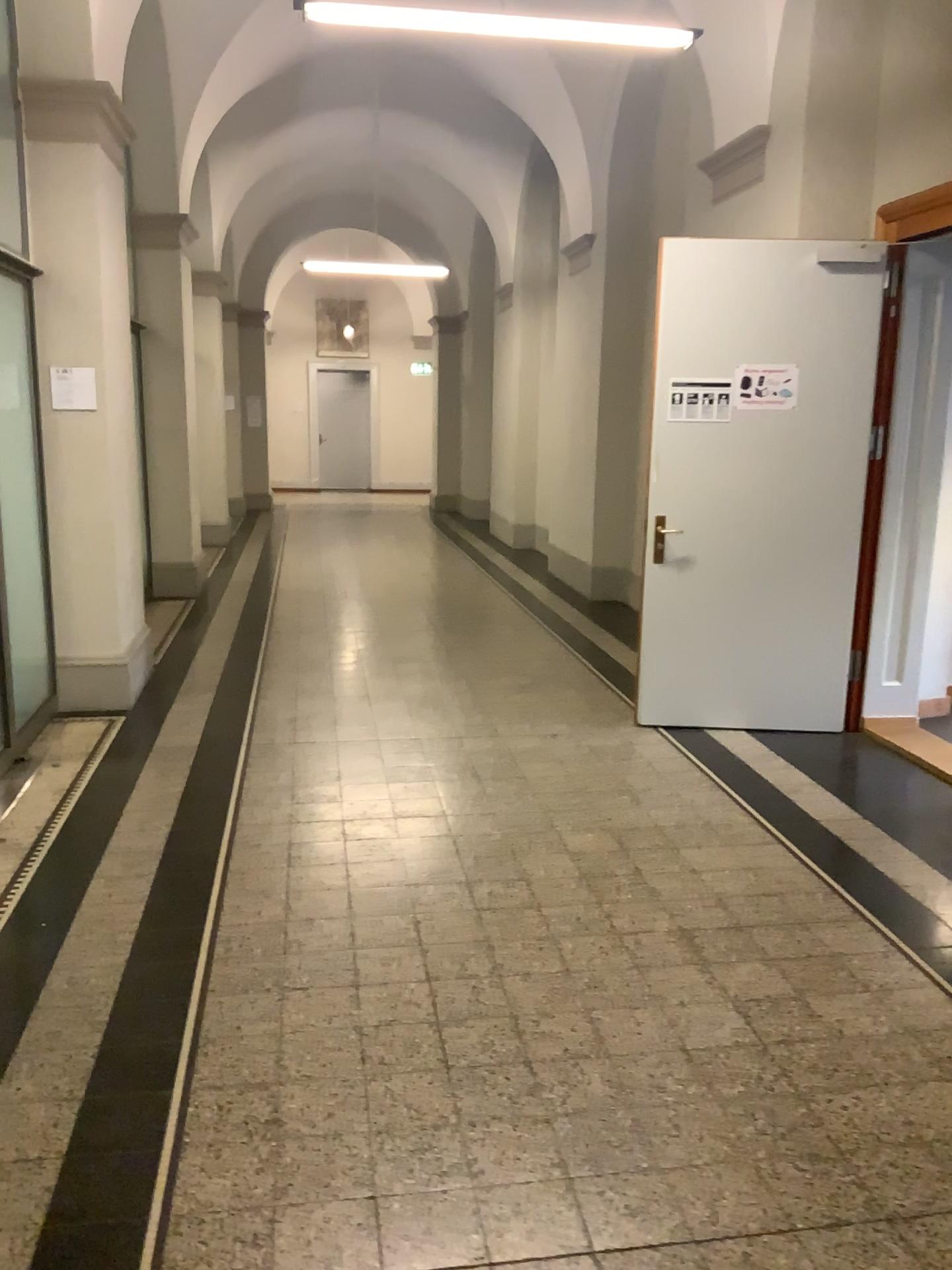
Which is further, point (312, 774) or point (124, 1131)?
point (312, 774)
